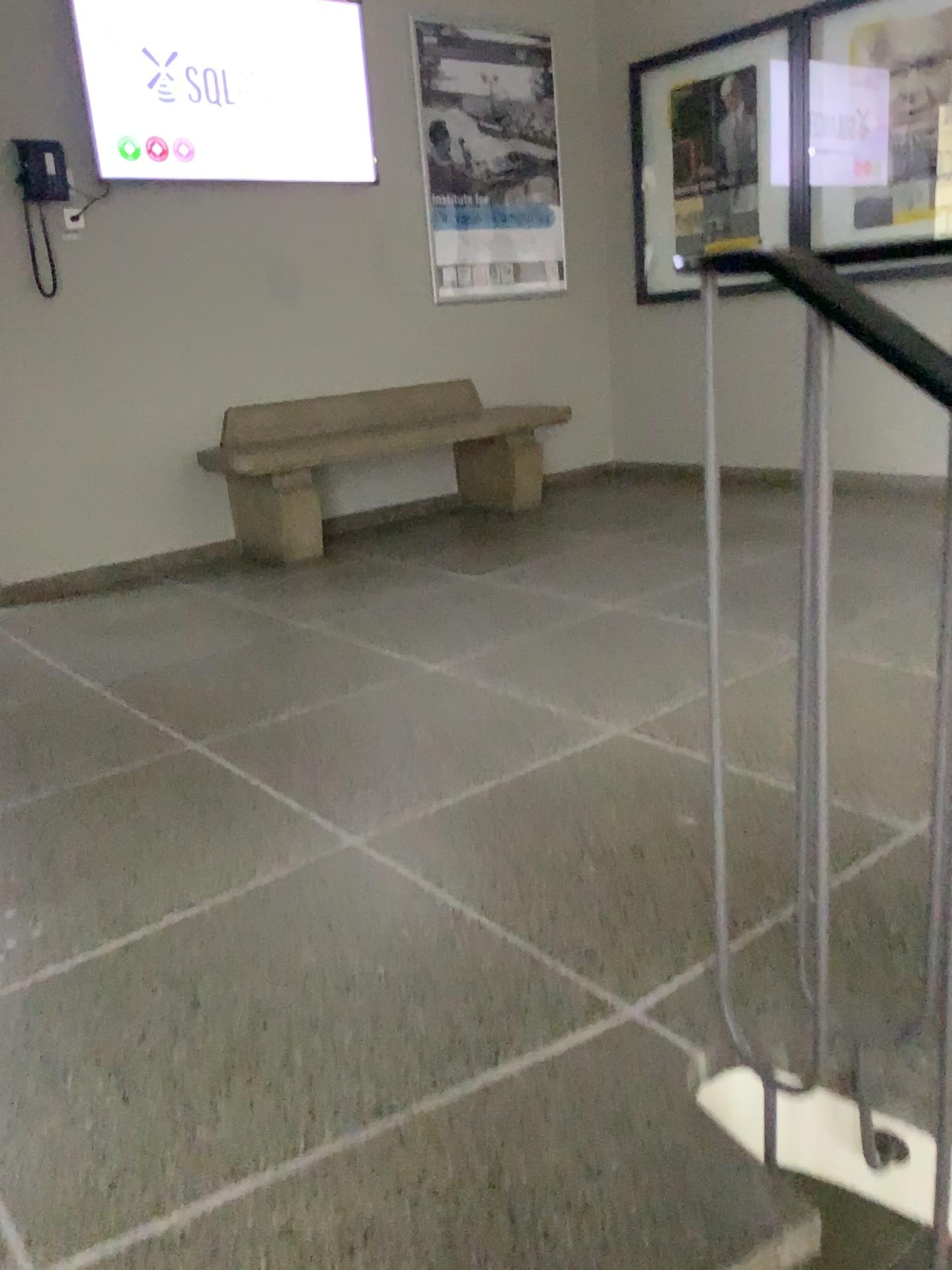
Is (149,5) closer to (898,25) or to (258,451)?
(258,451)

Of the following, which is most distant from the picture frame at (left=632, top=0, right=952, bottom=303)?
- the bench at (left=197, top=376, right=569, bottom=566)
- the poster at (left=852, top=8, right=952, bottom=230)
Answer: the bench at (left=197, top=376, right=569, bottom=566)

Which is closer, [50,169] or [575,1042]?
[575,1042]

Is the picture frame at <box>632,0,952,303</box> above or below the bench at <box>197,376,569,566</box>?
above

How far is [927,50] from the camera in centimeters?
409cm

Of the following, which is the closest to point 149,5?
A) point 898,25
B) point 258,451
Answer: point 258,451

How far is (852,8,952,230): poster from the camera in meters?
4.1 m

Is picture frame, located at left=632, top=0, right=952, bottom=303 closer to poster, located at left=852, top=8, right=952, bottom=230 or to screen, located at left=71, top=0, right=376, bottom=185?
poster, located at left=852, top=8, right=952, bottom=230

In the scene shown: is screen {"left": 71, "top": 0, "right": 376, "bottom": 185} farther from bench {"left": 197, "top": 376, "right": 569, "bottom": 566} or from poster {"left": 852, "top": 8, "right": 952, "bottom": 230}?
poster {"left": 852, "top": 8, "right": 952, "bottom": 230}

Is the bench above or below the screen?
below
